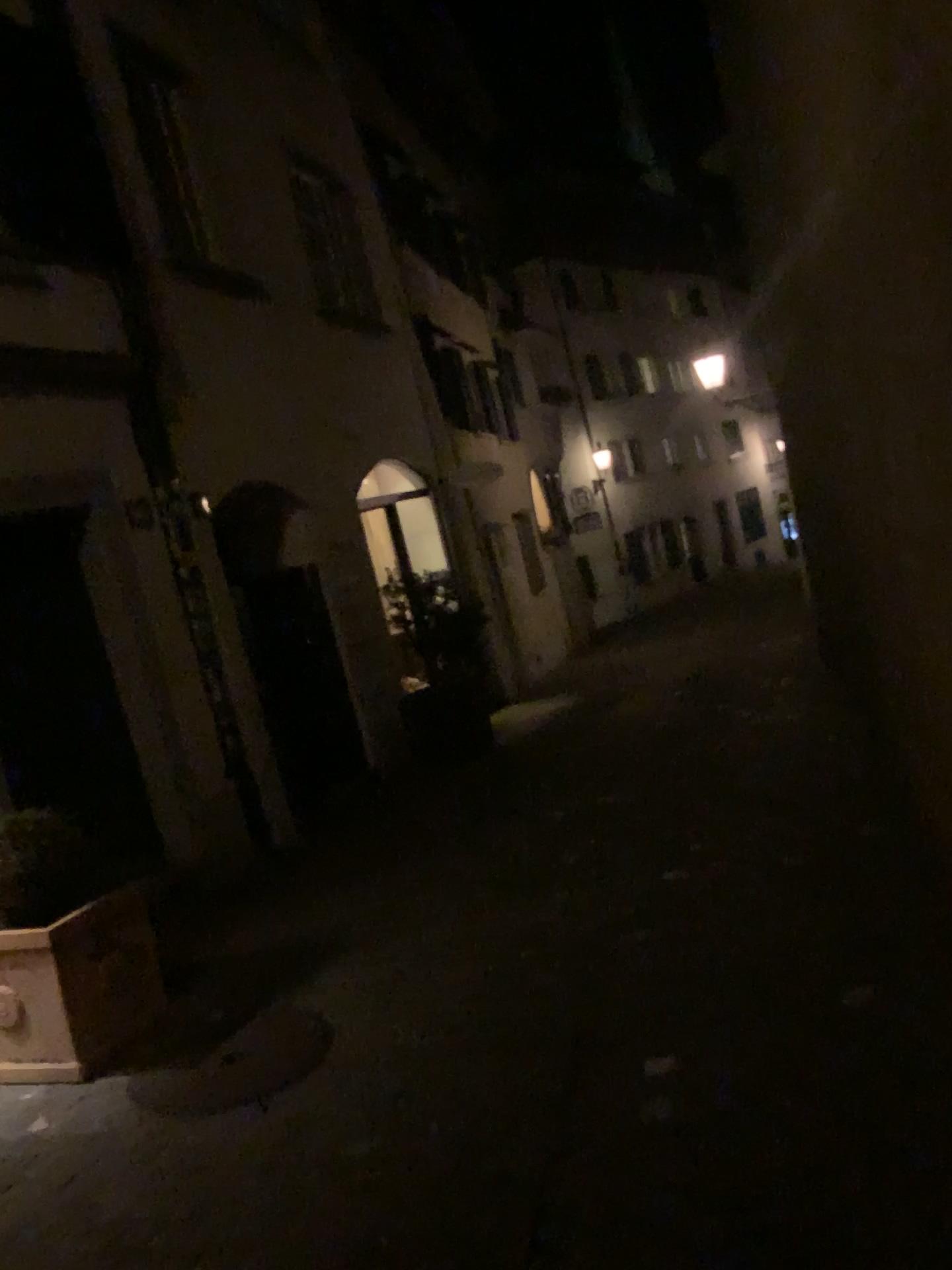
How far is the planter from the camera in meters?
3.8

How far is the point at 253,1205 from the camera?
2.7 meters

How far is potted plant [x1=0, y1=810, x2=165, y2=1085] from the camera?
3.8m

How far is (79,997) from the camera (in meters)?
3.76

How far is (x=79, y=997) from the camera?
3.8 meters
